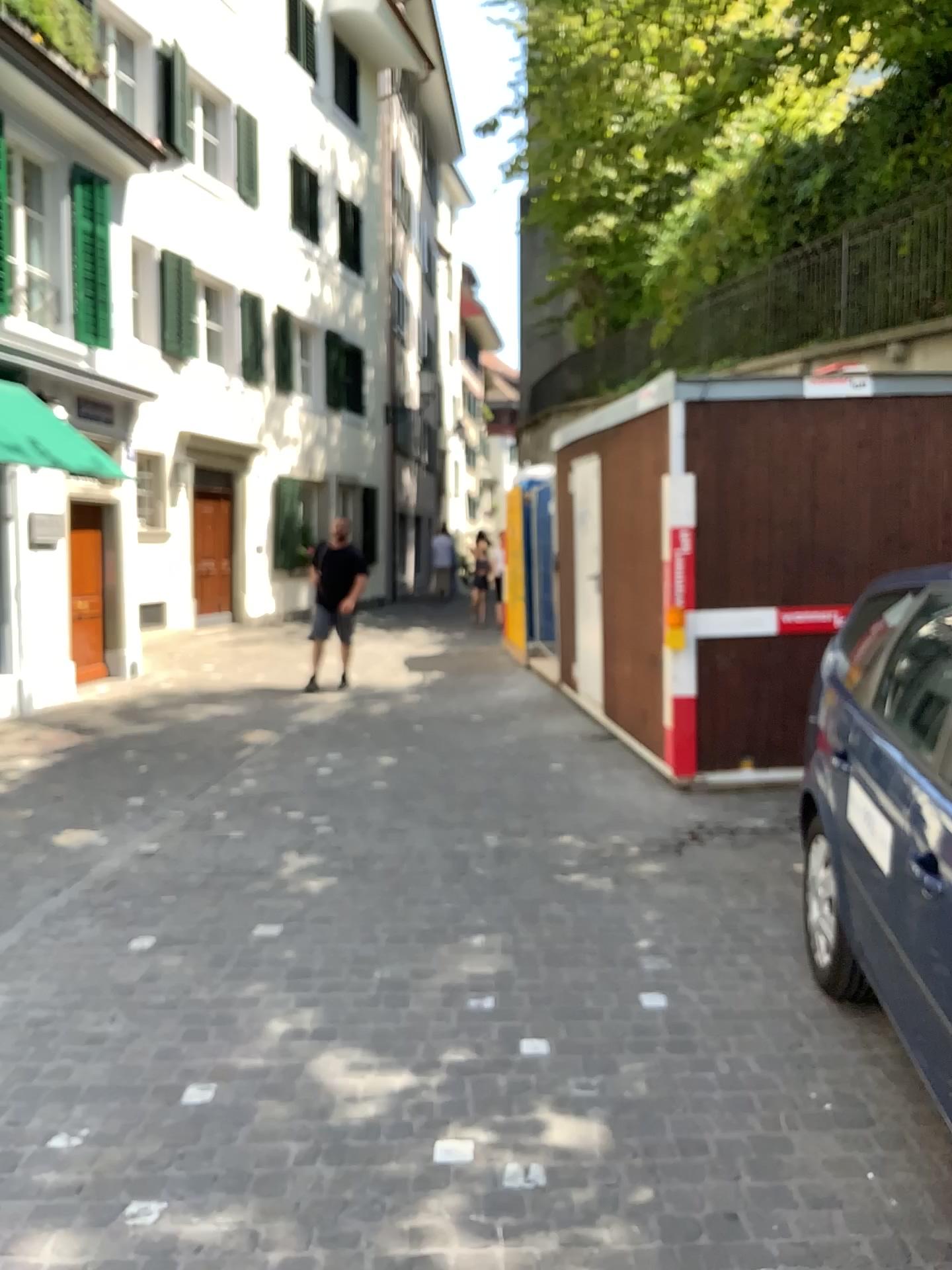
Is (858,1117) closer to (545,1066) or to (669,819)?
(545,1066)
